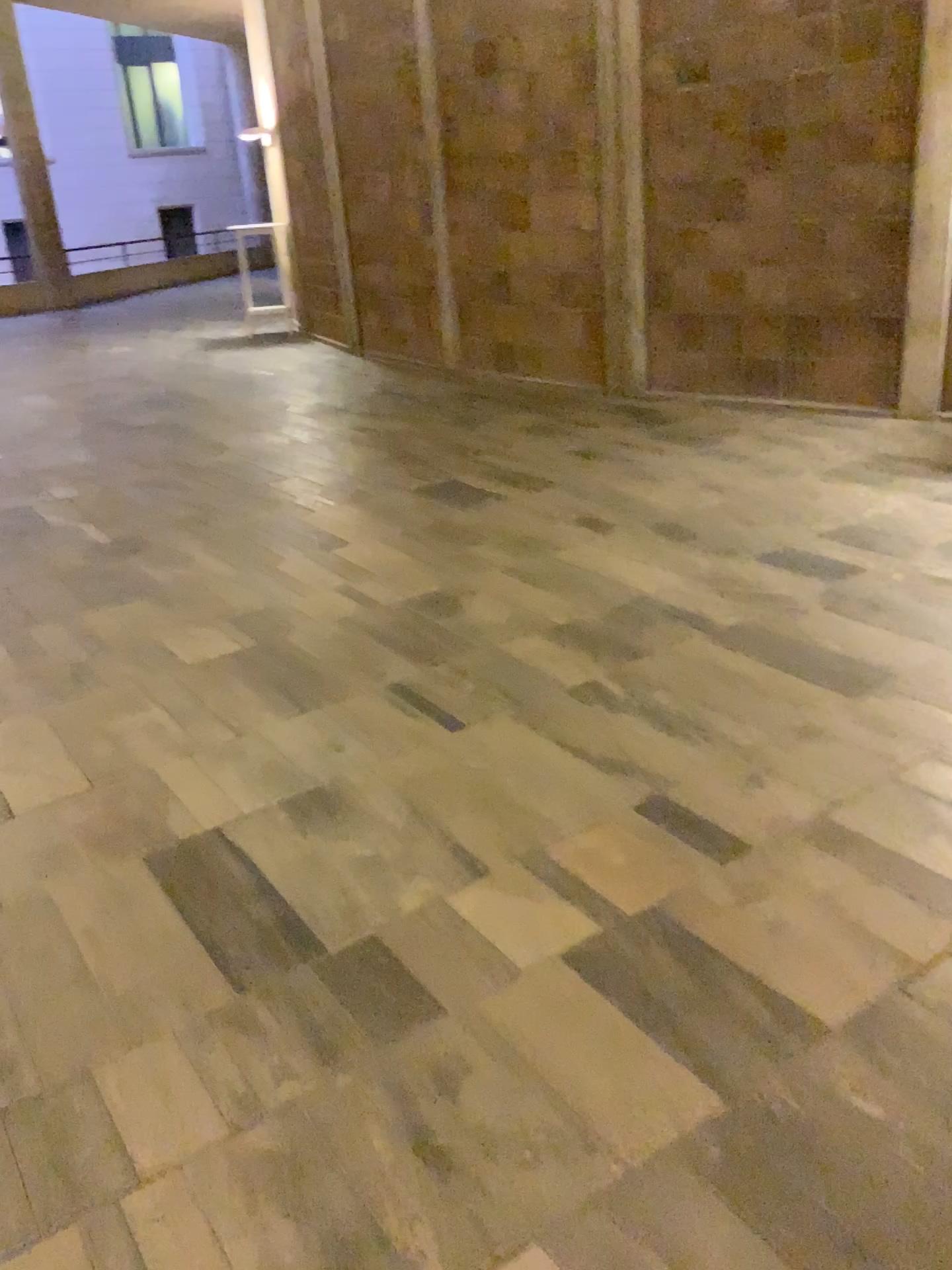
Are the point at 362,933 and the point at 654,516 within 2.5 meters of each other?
no
